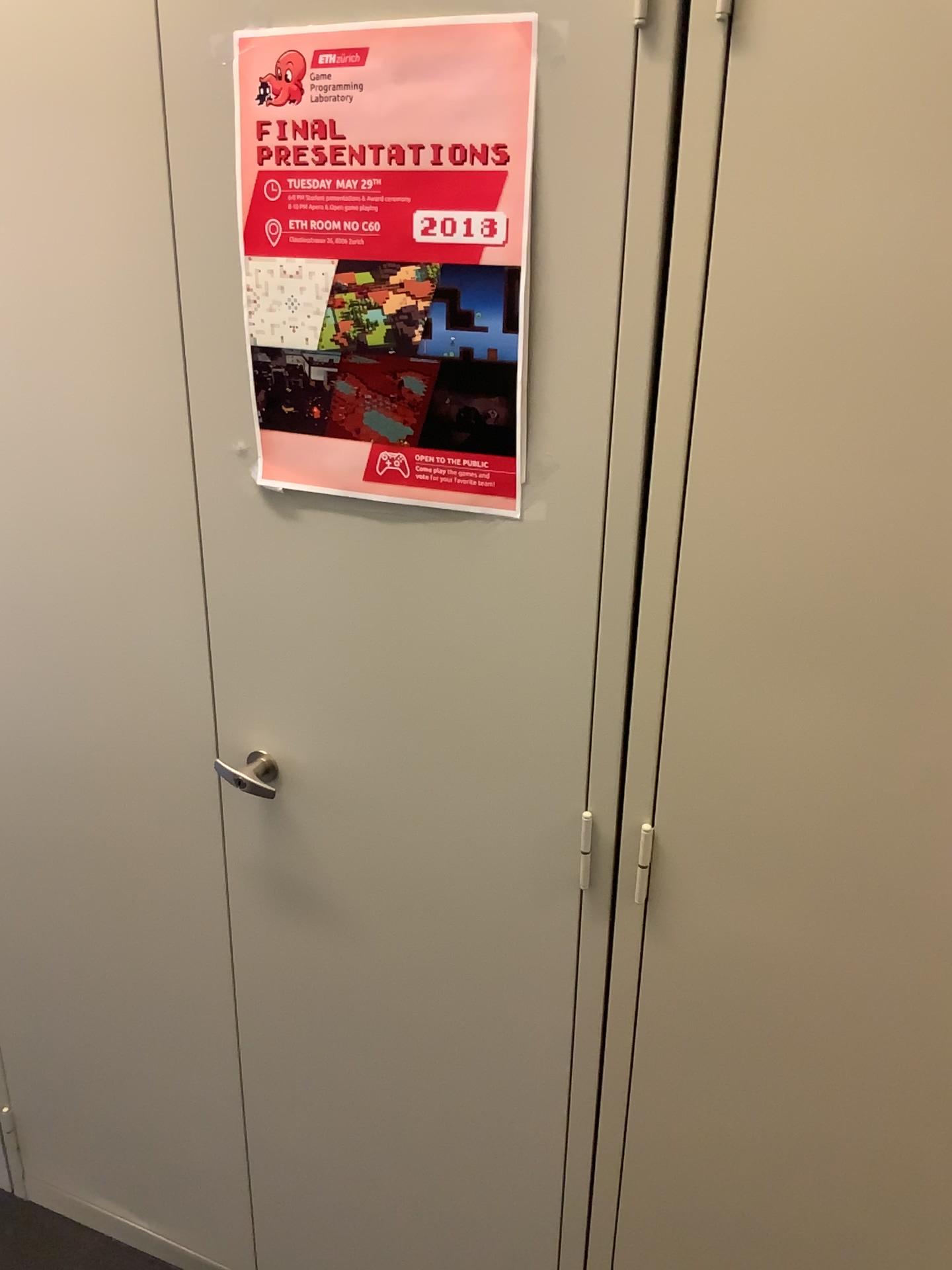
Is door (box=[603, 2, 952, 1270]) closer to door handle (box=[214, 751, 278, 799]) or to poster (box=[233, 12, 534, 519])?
poster (box=[233, 12, 534, 519])

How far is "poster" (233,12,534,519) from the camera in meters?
0.9 m

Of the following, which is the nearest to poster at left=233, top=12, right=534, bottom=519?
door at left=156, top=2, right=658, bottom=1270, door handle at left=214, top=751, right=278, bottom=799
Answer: door at left=156, top=2, right=658, bottom=1270

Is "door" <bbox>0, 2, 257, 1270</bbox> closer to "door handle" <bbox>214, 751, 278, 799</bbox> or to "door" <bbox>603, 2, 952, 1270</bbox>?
"door handle" <bbox>214, 751, 278, 799</bbox>

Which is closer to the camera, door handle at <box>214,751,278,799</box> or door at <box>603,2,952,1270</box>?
door at <box>603,2,952,1270</box>

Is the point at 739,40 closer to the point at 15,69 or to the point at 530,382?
the point at 530,382

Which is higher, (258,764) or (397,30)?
(397,30)

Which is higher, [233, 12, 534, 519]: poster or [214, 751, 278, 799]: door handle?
[233, 12, 534, 519]: poster

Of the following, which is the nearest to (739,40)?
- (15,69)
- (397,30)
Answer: (397,30)

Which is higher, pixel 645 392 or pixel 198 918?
pixel 645 392
